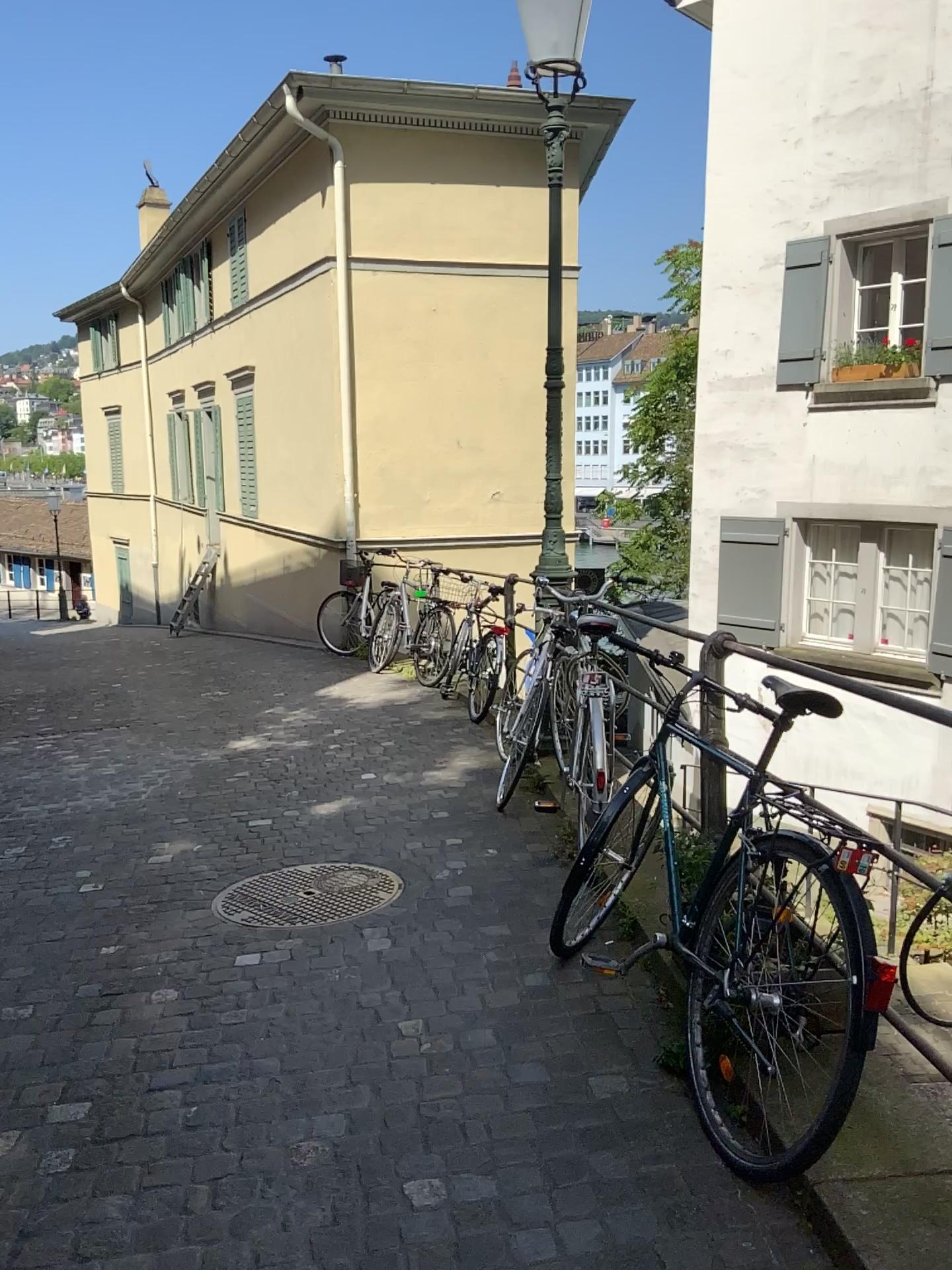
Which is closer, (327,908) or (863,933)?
(863,933)

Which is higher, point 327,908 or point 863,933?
point 863,933

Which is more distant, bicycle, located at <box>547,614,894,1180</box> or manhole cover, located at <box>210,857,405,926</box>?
manhole cover, located at <box>210,857,405,926</box>

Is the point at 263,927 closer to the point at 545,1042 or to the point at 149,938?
the point at 149,938
